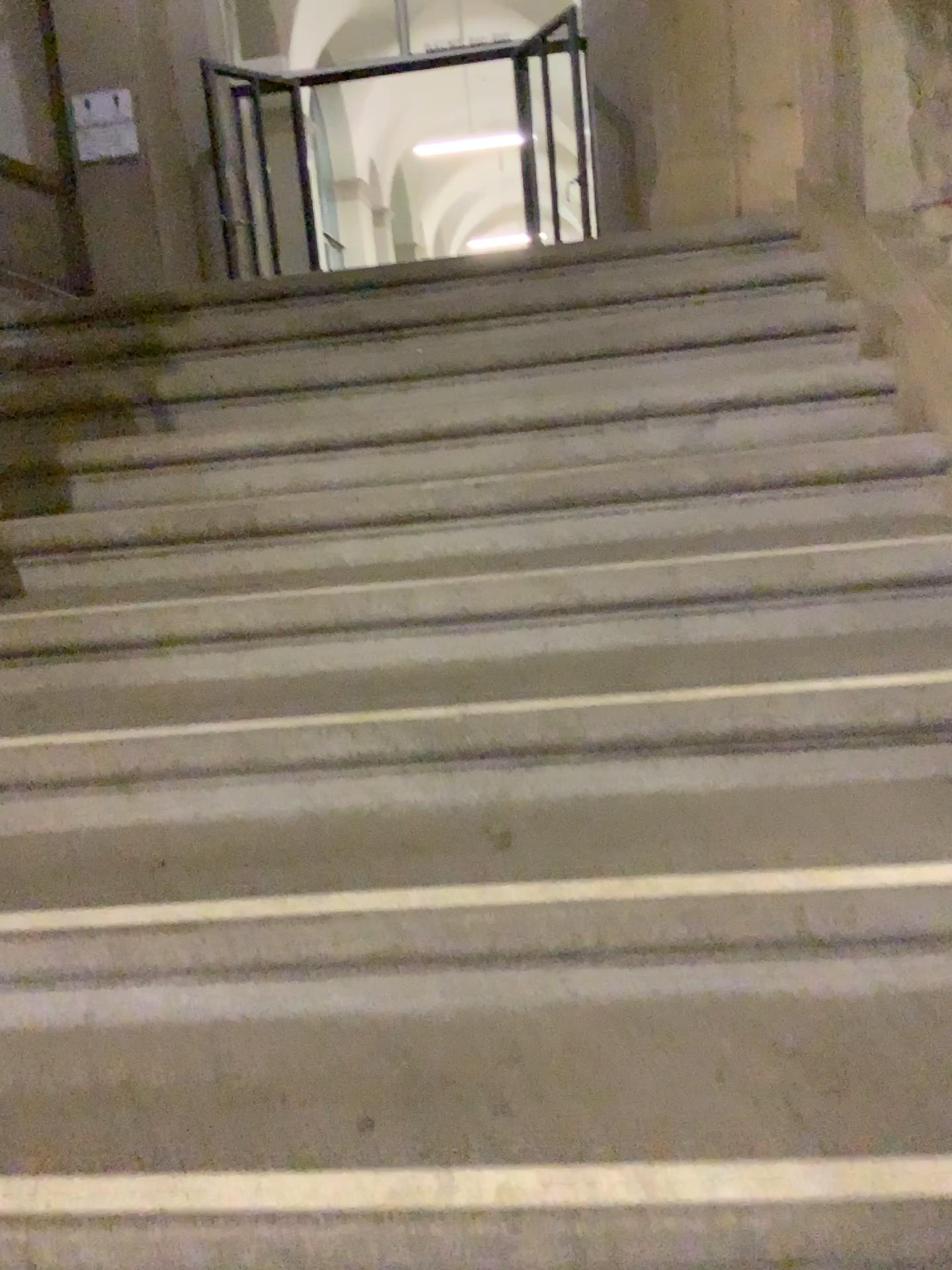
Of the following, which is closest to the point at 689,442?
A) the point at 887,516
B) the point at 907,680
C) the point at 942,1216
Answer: the point at 887,516

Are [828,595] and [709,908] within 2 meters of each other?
yes

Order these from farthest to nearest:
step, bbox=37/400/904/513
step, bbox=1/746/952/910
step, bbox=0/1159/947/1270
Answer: step, bbox=37/400/904/513, step, bbox=1/746/952/910, step, bbox=0/1159/947/1270

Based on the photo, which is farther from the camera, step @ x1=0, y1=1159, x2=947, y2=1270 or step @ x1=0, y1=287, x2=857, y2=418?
step @ x1=0, y1=287, x2=857, y2=418

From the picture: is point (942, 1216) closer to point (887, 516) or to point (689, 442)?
point (887, 516)

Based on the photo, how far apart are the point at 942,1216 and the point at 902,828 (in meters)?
0.53

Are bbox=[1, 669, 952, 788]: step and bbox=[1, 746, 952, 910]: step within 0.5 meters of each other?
yes

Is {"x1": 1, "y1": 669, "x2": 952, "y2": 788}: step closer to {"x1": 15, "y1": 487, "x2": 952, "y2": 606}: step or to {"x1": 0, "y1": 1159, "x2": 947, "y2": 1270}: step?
{"x1": 15, "y1": 487, "x2": 952, "y2": 606}: step

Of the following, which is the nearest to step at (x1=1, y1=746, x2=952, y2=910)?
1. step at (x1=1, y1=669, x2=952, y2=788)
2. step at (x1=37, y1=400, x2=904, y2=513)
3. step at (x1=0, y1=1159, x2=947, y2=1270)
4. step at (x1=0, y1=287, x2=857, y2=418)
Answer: step at (x1=1, y1=669, x2=952, y2=788)

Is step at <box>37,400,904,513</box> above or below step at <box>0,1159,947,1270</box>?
above
